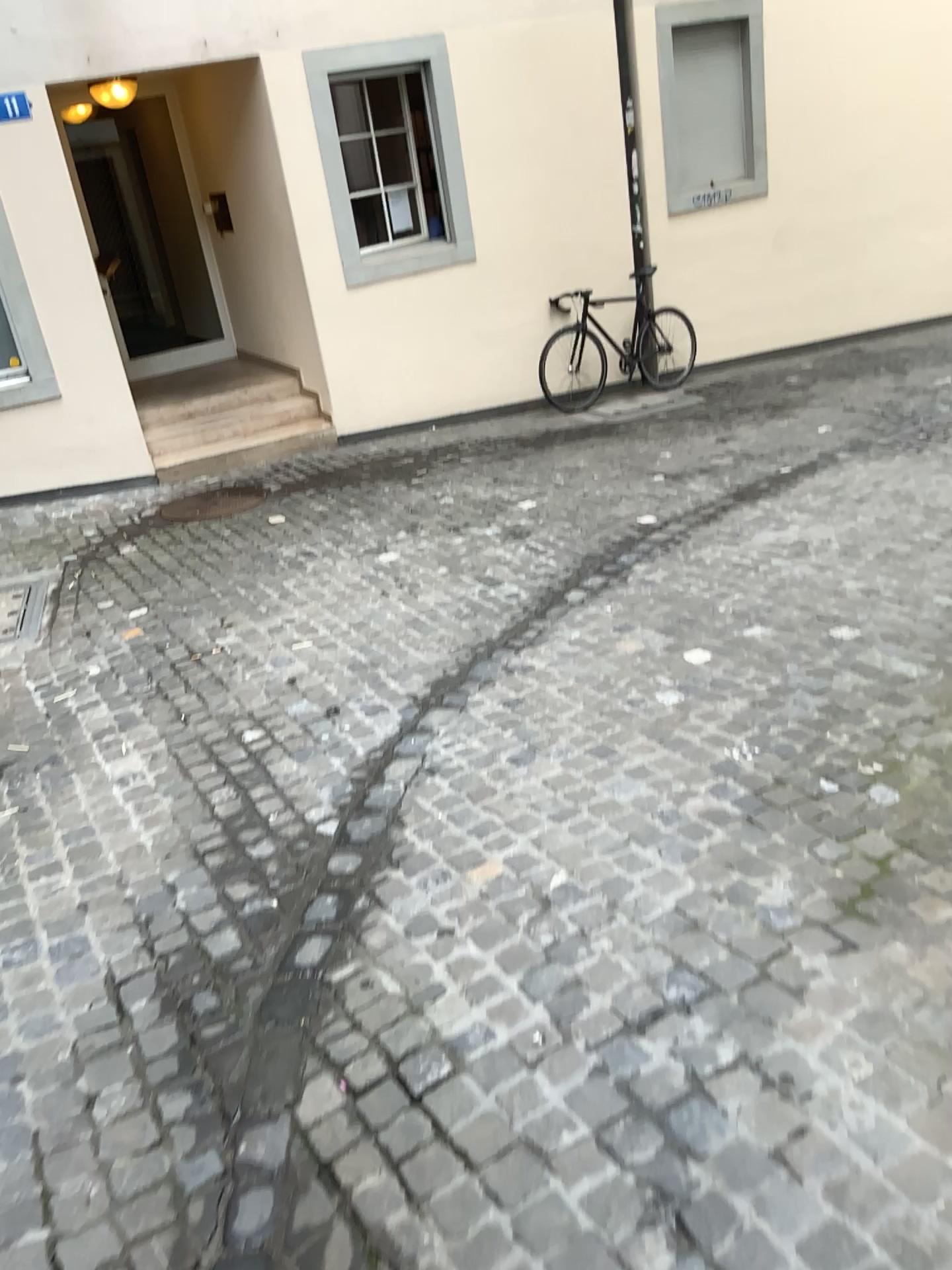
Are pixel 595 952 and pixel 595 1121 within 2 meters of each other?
yes
